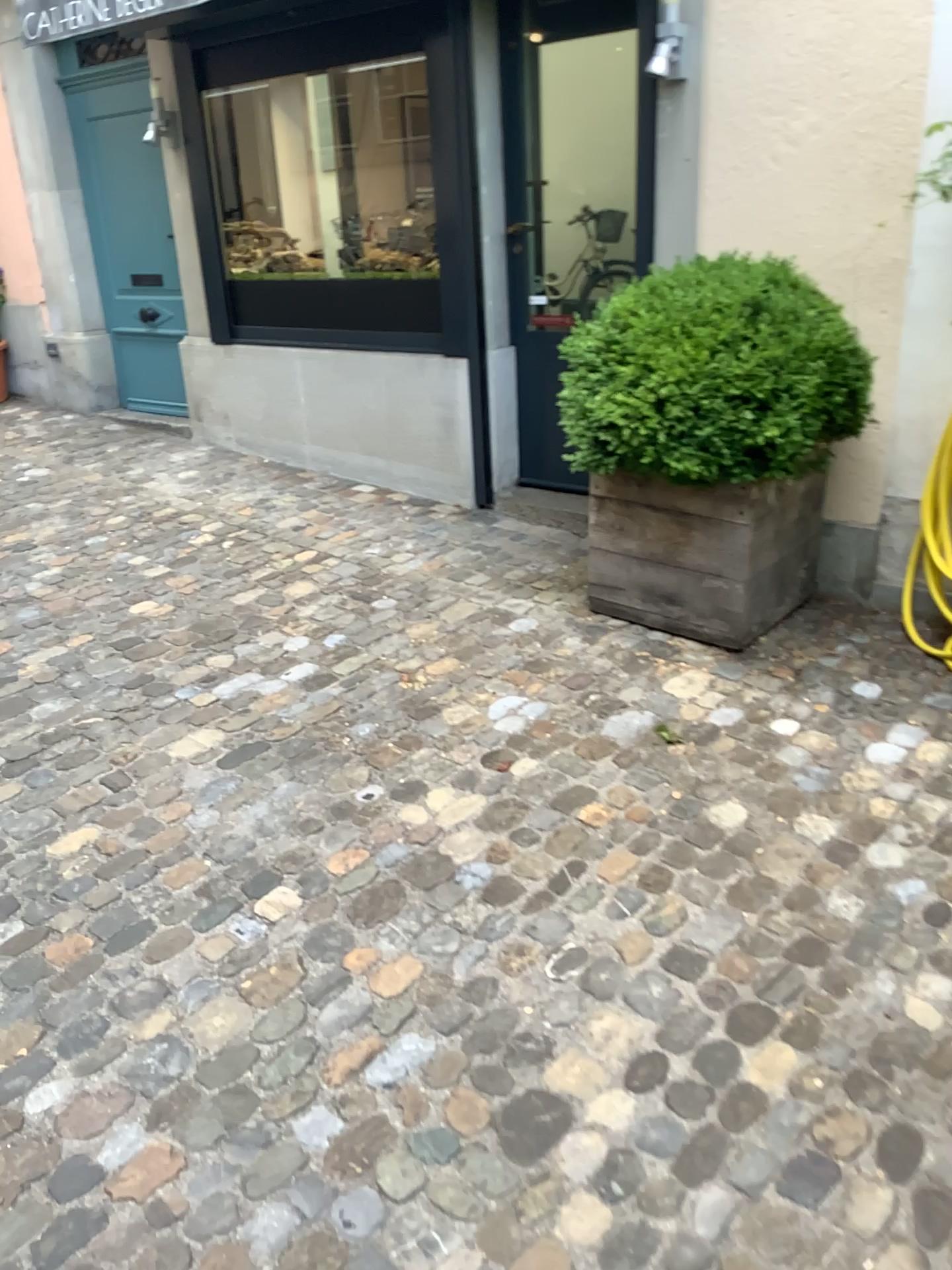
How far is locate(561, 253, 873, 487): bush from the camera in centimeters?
293cm

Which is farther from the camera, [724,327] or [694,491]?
[694,491]

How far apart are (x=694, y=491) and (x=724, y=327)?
0.5m

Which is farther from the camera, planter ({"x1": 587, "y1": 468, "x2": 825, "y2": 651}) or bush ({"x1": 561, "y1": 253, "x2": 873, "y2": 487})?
planter ({"x1": 587, "y1": 468, "x2": 825, "y2": 651})

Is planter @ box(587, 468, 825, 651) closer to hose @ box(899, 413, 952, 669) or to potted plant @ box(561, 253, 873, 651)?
potted plant @ box(561, 253, 873, 651)

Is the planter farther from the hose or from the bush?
the hose

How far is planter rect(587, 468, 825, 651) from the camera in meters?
3.2

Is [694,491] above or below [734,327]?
below

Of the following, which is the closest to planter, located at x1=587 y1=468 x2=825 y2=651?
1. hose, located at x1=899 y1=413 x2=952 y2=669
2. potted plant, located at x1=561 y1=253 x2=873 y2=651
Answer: potted plant, located at x1=561 y1=253 x2=873 y2=651

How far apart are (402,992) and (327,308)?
3.7 meters
